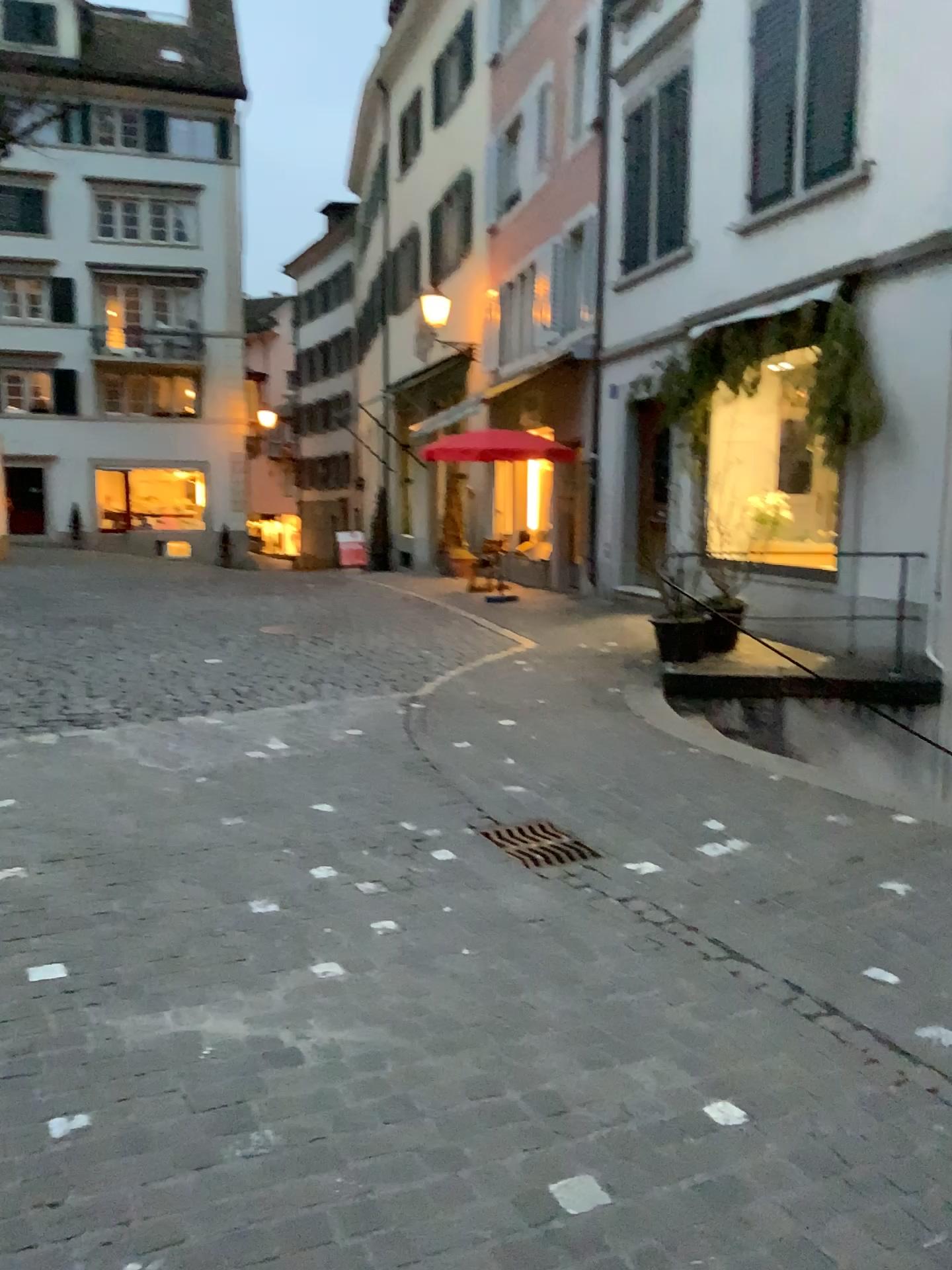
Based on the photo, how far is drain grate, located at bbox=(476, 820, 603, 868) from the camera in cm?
421

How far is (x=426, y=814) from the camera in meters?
4.7

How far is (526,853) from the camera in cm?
421
